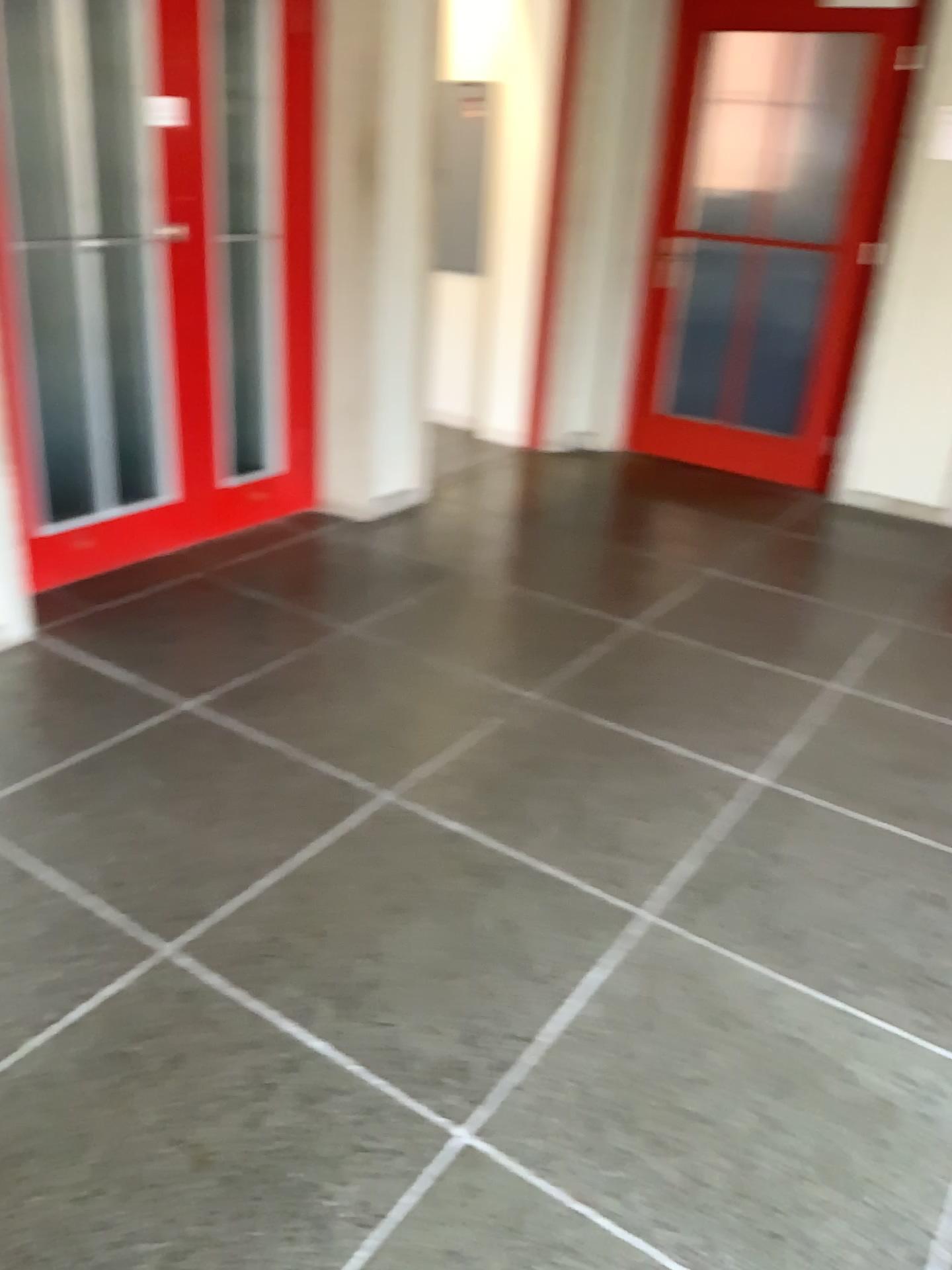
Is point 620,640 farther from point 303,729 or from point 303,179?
point 303,179
